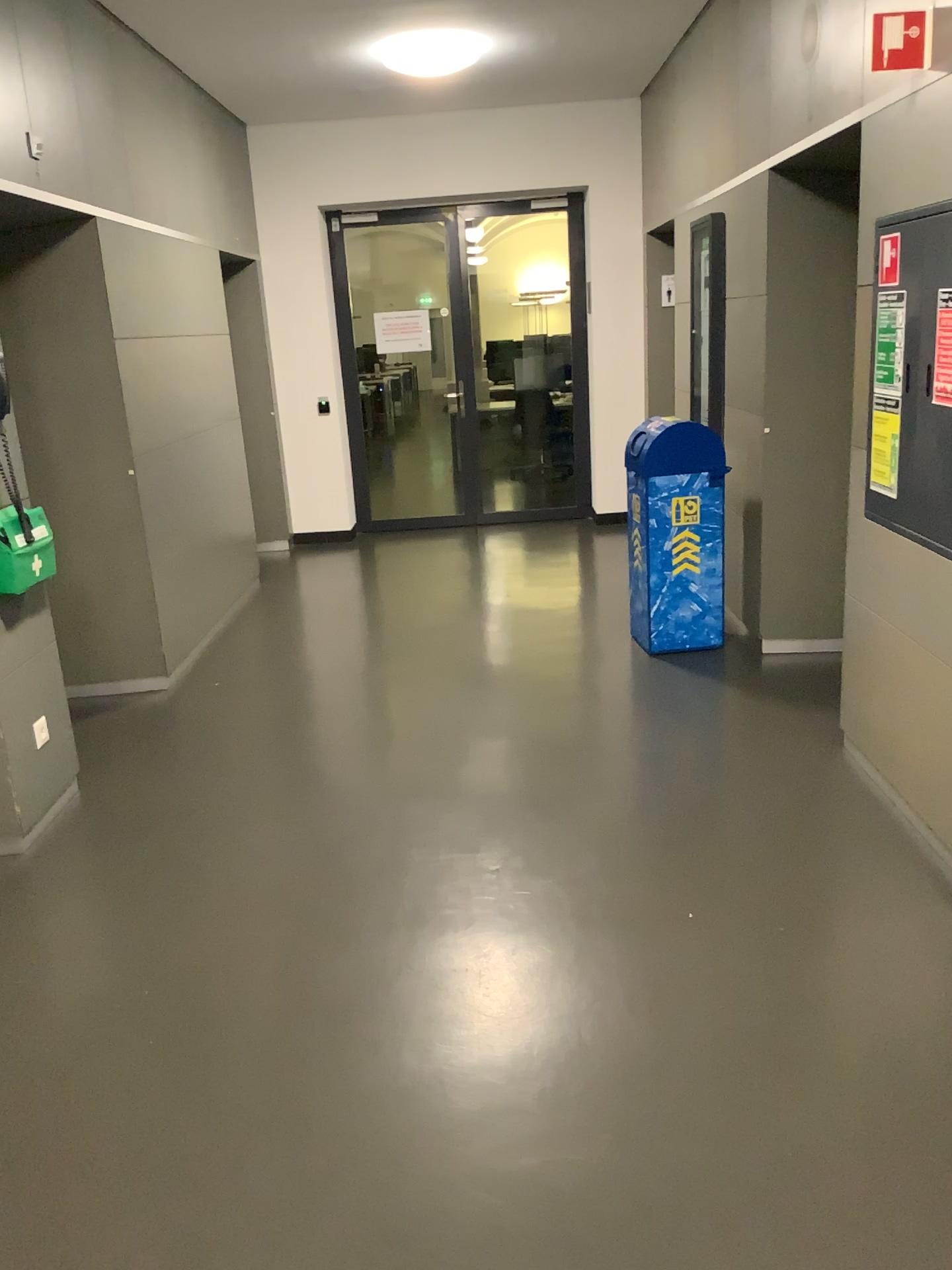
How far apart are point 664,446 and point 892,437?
1.6 meters

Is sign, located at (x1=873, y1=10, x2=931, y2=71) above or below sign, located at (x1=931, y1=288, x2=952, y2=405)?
above

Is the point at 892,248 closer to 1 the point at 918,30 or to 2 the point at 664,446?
1 the point at 918,30

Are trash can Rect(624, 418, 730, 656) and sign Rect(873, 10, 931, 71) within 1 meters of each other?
no

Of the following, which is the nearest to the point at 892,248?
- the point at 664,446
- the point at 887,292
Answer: the point at 887,292

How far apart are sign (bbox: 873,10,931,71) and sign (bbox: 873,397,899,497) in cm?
92

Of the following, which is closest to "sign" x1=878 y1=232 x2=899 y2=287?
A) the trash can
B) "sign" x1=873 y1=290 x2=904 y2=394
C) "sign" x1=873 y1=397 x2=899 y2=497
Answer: "sign" x1=873 y1=290 x2=904 y2=394

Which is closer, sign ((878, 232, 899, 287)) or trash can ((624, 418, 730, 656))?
sign ((878, 232, 899, 287))

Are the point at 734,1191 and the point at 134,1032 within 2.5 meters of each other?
yes

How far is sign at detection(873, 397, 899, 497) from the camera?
3.2 meters
